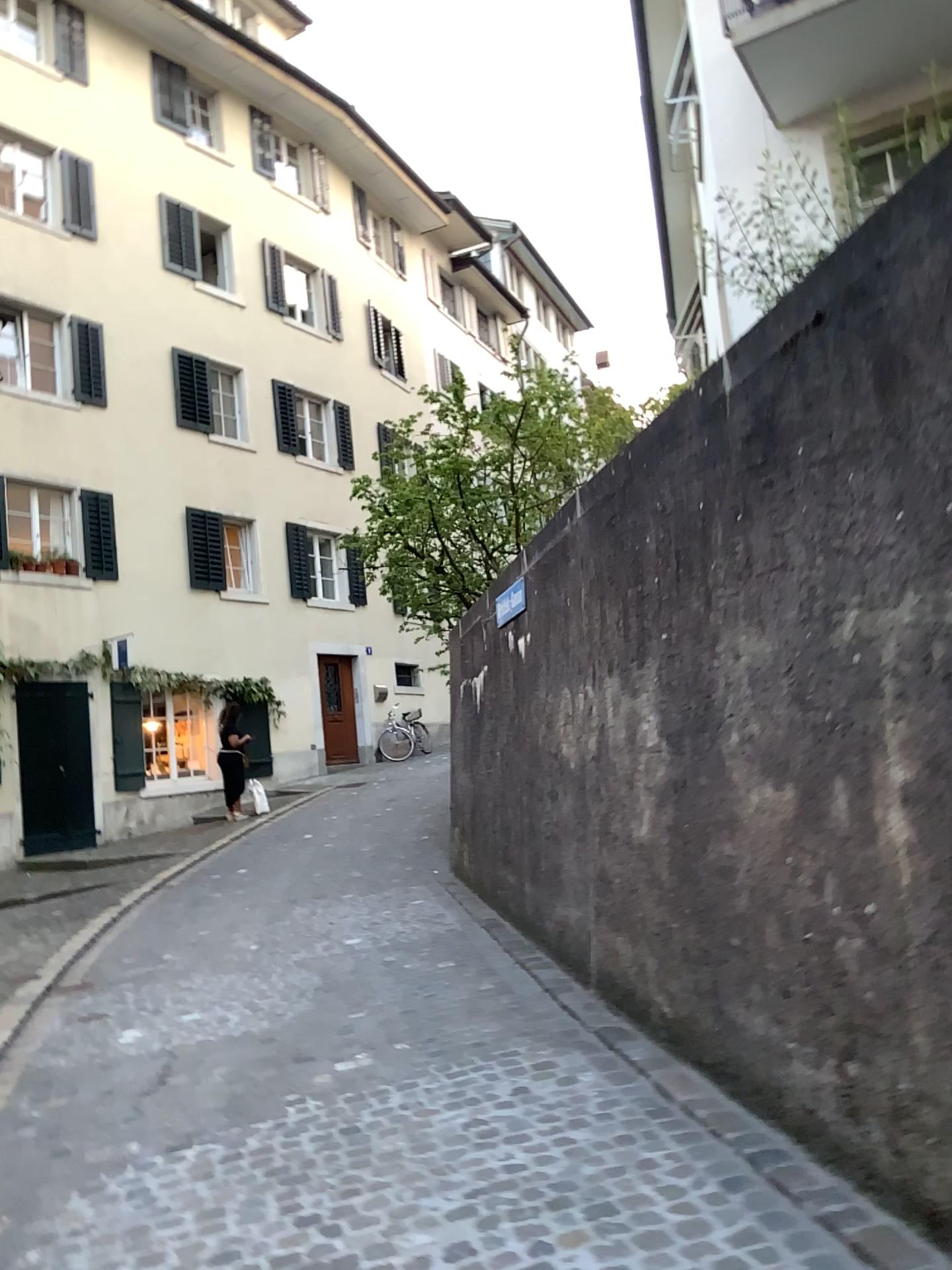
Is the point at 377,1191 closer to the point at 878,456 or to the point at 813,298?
the point at 878,456
